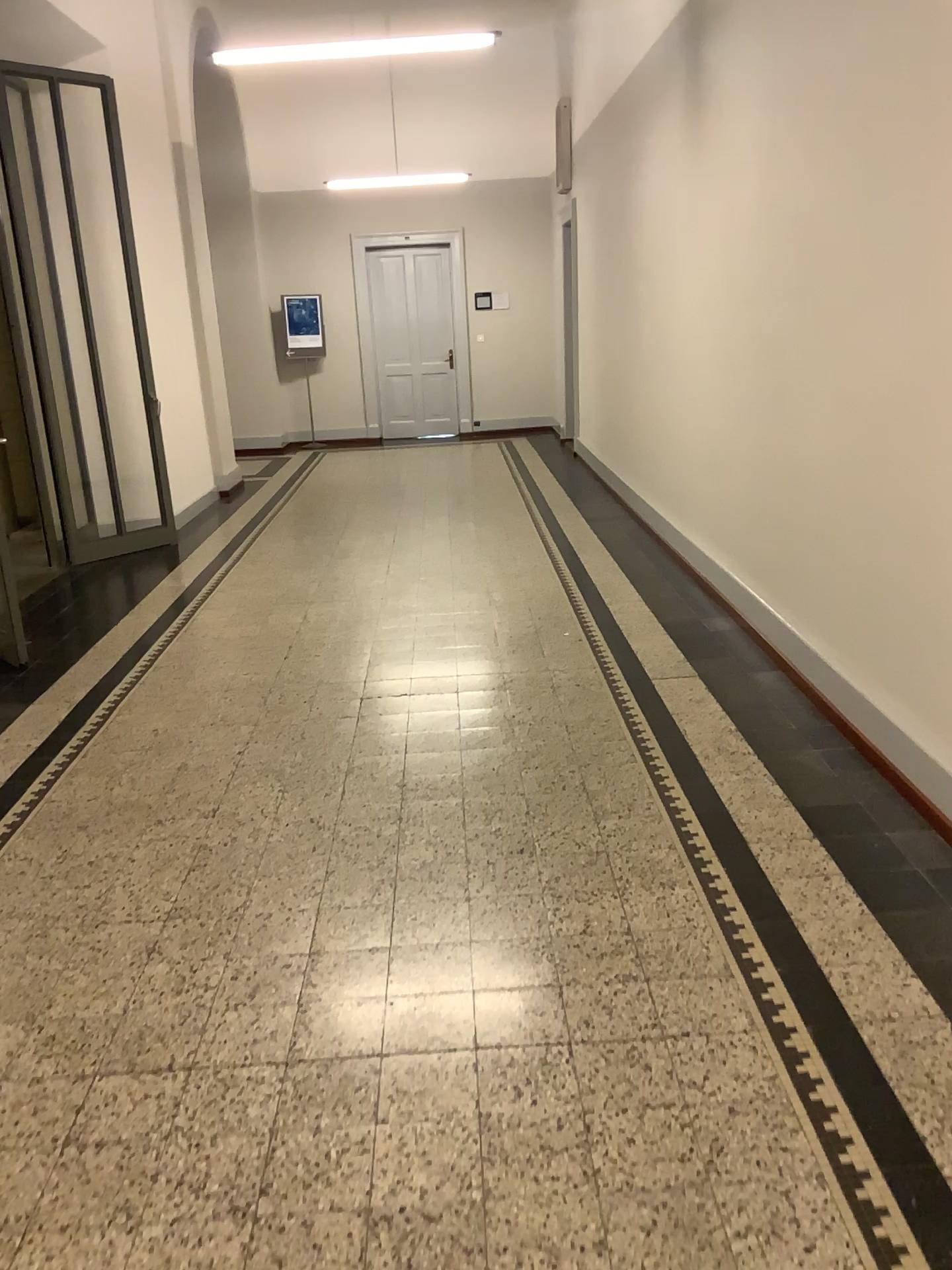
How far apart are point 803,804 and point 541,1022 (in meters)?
1.31
